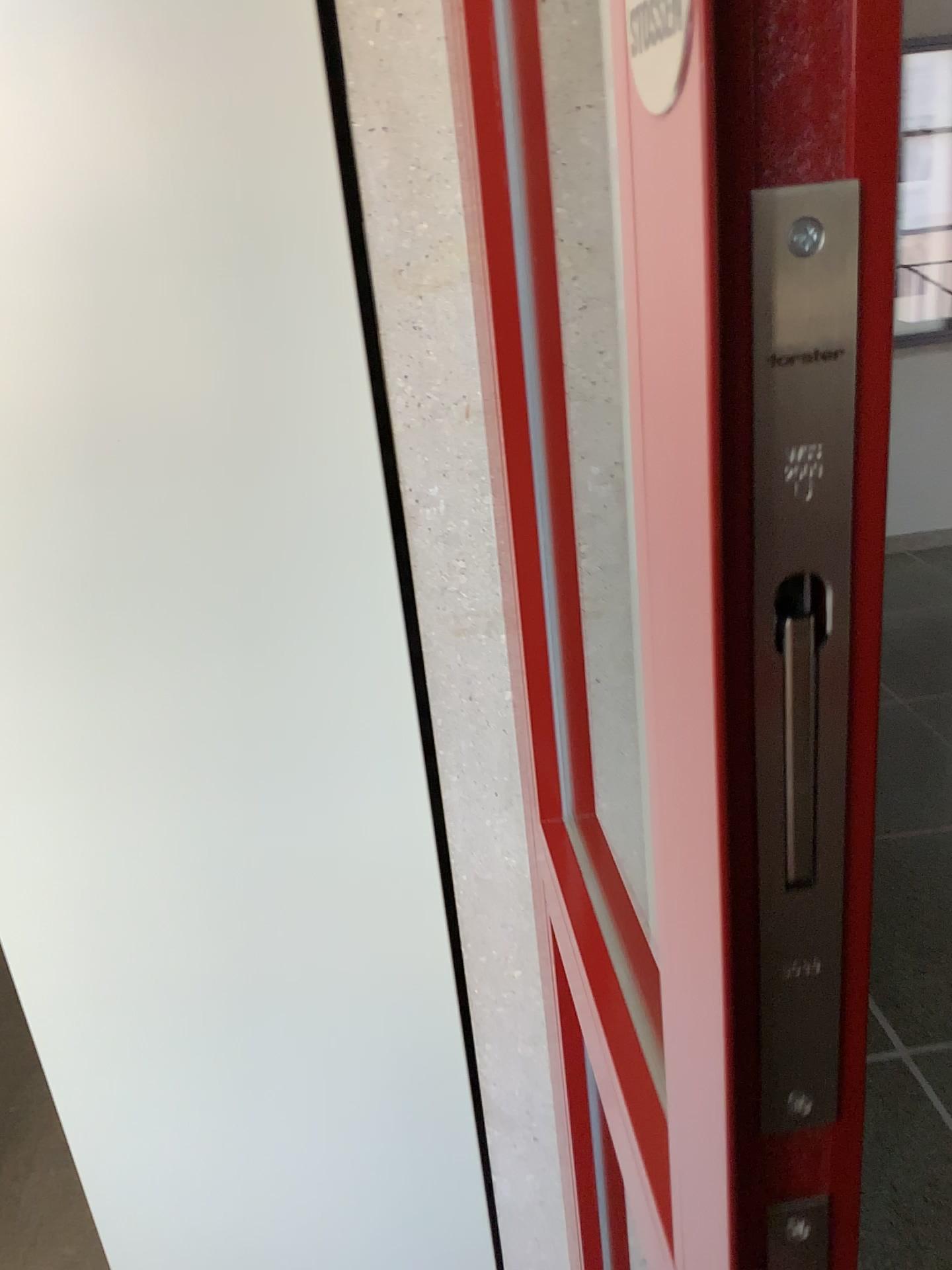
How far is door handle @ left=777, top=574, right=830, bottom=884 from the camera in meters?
0.3

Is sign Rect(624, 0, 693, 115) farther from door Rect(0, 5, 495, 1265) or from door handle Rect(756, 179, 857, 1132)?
door Rect(0, 5, 495, 1265)

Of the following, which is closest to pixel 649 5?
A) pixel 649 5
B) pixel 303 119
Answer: pixel 649 5

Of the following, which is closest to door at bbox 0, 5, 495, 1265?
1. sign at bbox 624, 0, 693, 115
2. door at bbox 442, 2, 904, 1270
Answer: door at bbox 442, 2, 904, 1270

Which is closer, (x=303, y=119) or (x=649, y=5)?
(x=649, y=5)

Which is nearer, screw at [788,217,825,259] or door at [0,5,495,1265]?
screw at [788,217,825,259]

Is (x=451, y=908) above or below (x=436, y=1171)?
above

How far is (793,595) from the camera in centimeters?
33cm

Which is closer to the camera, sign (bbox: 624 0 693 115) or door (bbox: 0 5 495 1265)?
sign (bbox: 624 0 693 115)
